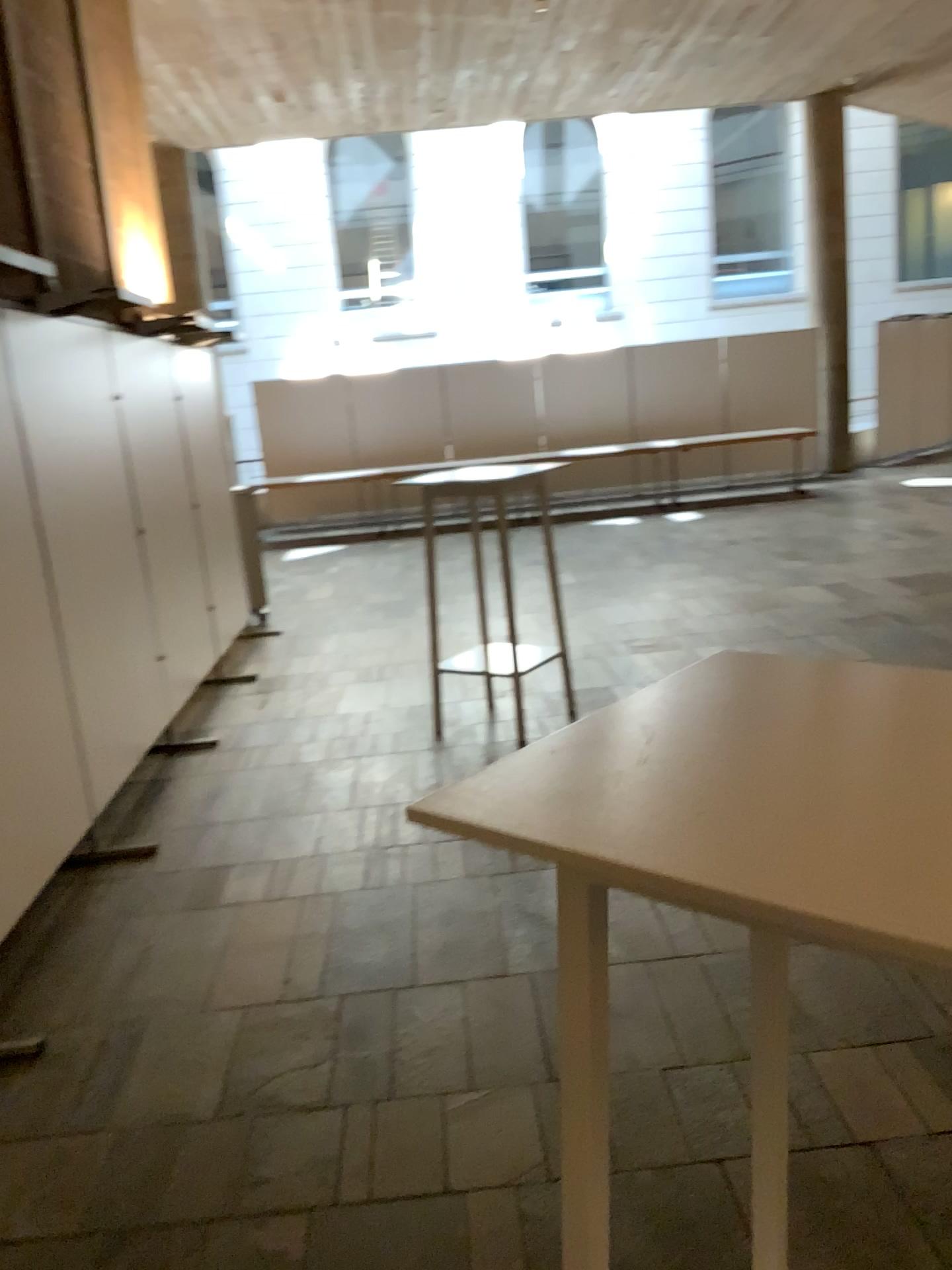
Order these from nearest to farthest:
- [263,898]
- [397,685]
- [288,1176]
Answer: [288,1176] → [263,898] → [397,685]
